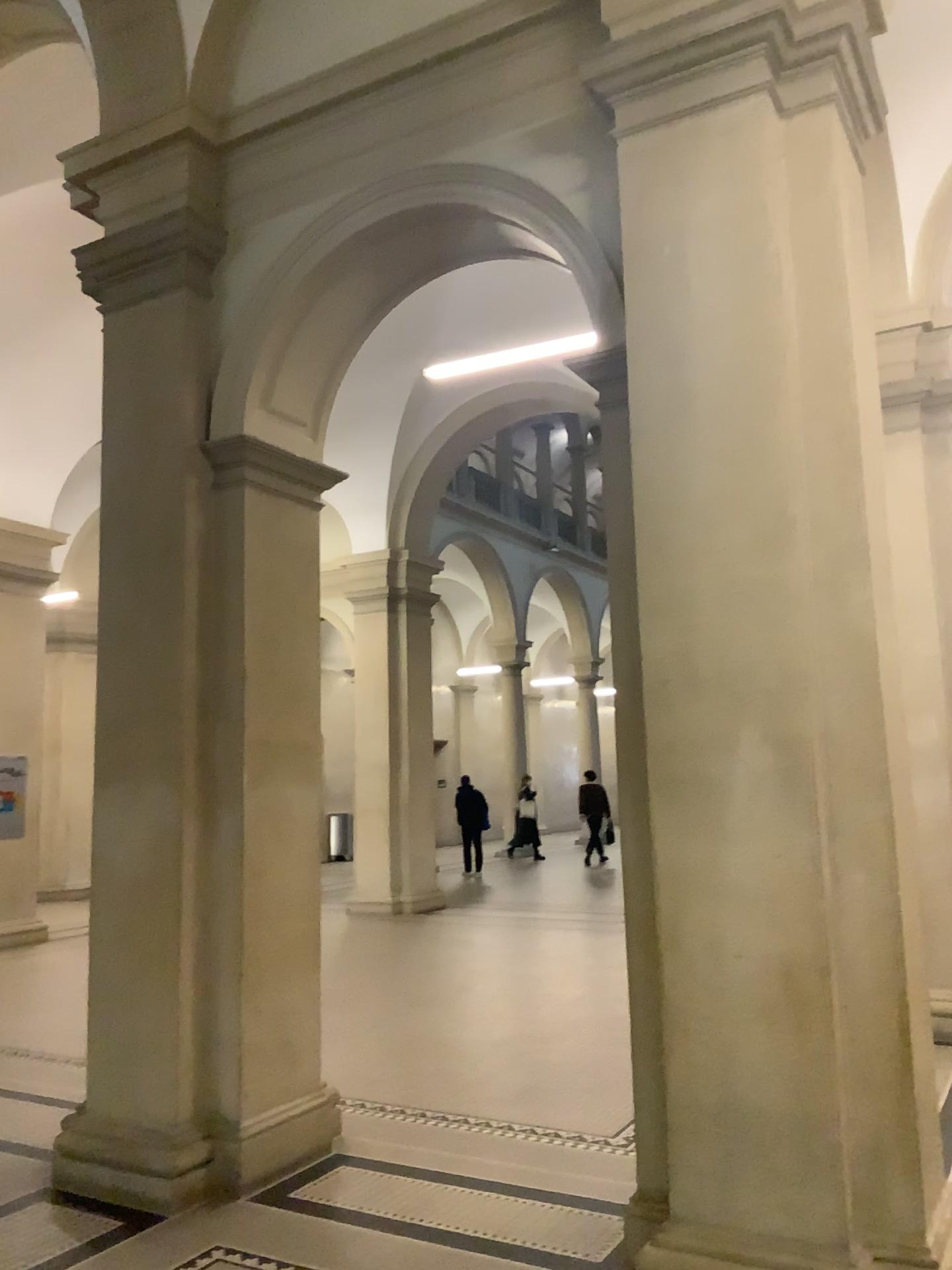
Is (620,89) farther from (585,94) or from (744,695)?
(744,695)
